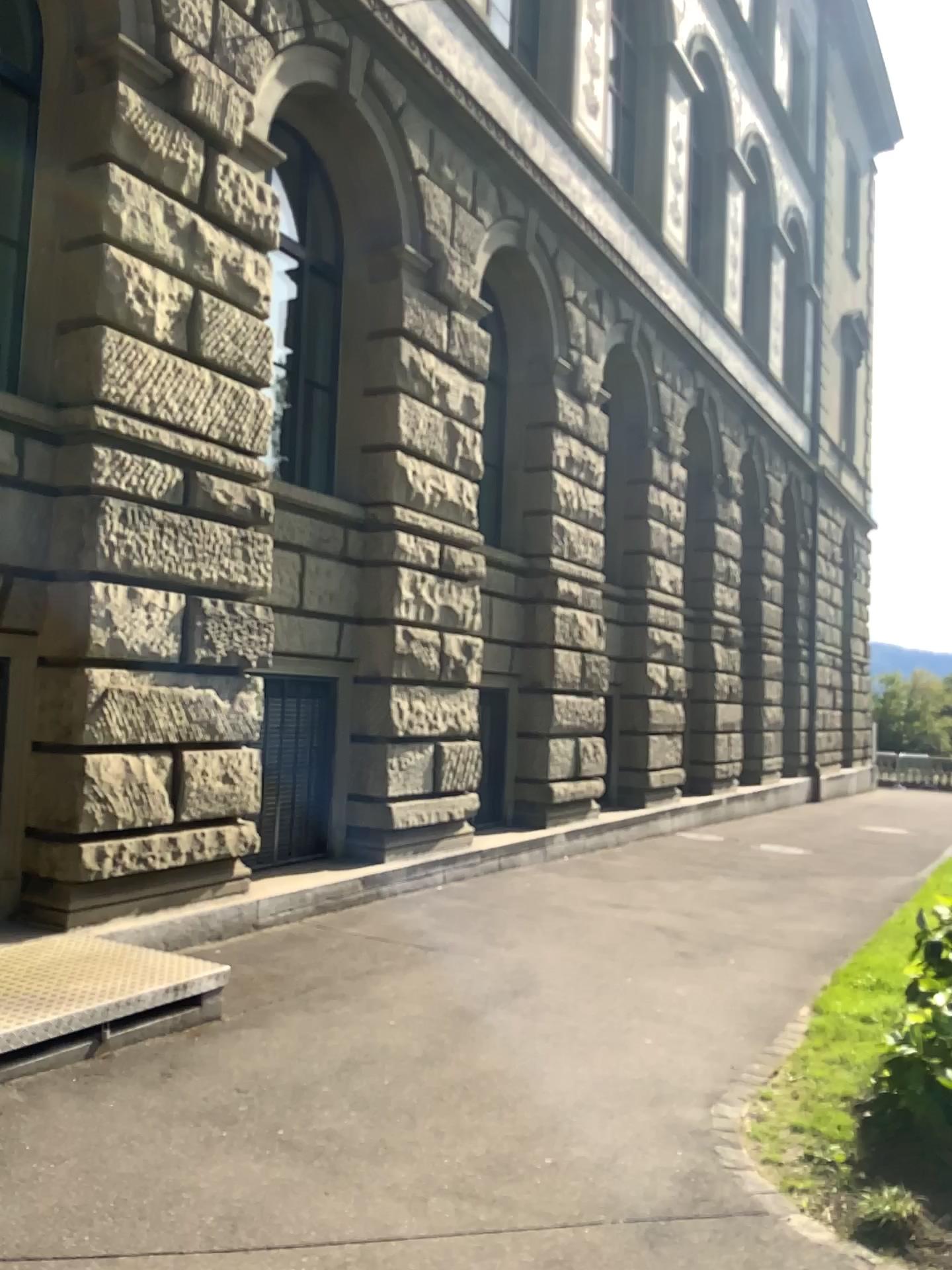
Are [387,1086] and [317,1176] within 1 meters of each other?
yes
